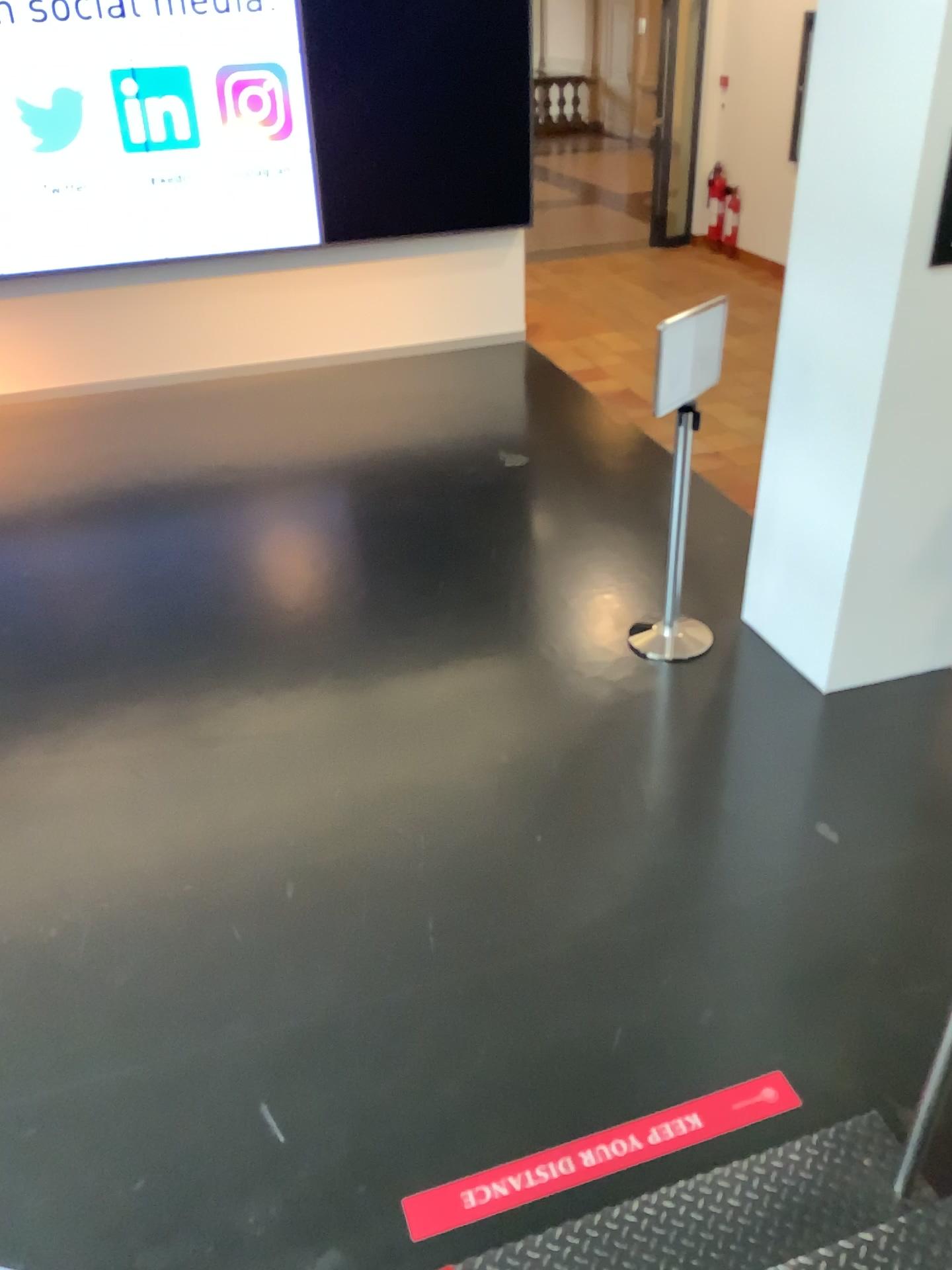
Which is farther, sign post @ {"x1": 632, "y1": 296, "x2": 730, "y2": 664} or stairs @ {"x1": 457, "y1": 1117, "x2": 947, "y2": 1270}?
sign post @ {"x1": 632, "y1": 296, "x2": 730, "y2": 664}

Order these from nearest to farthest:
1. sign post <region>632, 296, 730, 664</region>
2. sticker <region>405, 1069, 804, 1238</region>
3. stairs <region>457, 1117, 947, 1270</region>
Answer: stairs <region>457, 1117, 947, 1270</region> → sticker <region>405, 1069, 804, 1238</region> → sign post <region>632, 296, 730, 664</region>

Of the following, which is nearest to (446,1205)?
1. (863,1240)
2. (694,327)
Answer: (863,1240)

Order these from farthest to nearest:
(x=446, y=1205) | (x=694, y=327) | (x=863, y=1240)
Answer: (x=694, y=327)
(x=446, y=1205)
(x=863, y=1240)

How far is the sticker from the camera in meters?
2.4

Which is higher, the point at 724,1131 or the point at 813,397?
the point at 813,397

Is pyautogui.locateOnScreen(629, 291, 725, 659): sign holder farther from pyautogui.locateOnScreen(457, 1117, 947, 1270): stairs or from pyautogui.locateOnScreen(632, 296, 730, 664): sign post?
pyautogui.locateOnScreen(457, 1117, 947, 1270): stairs

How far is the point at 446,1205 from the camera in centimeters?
235cm

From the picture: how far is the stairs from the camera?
2.0 meters

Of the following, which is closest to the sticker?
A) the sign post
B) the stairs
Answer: the stairs
